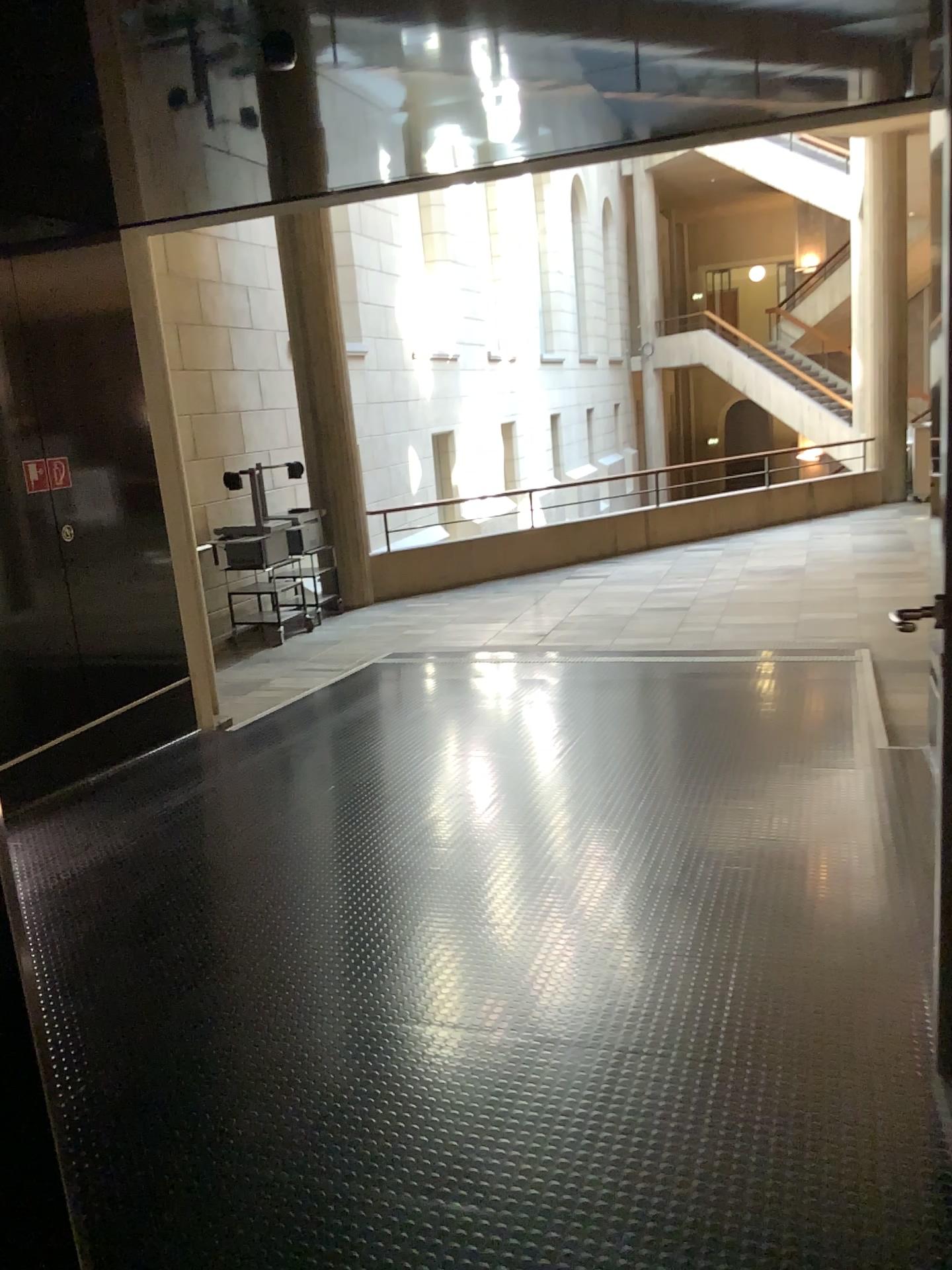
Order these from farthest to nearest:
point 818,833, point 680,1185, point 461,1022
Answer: point 818,833 → point 461,1022 → point 680,1185
